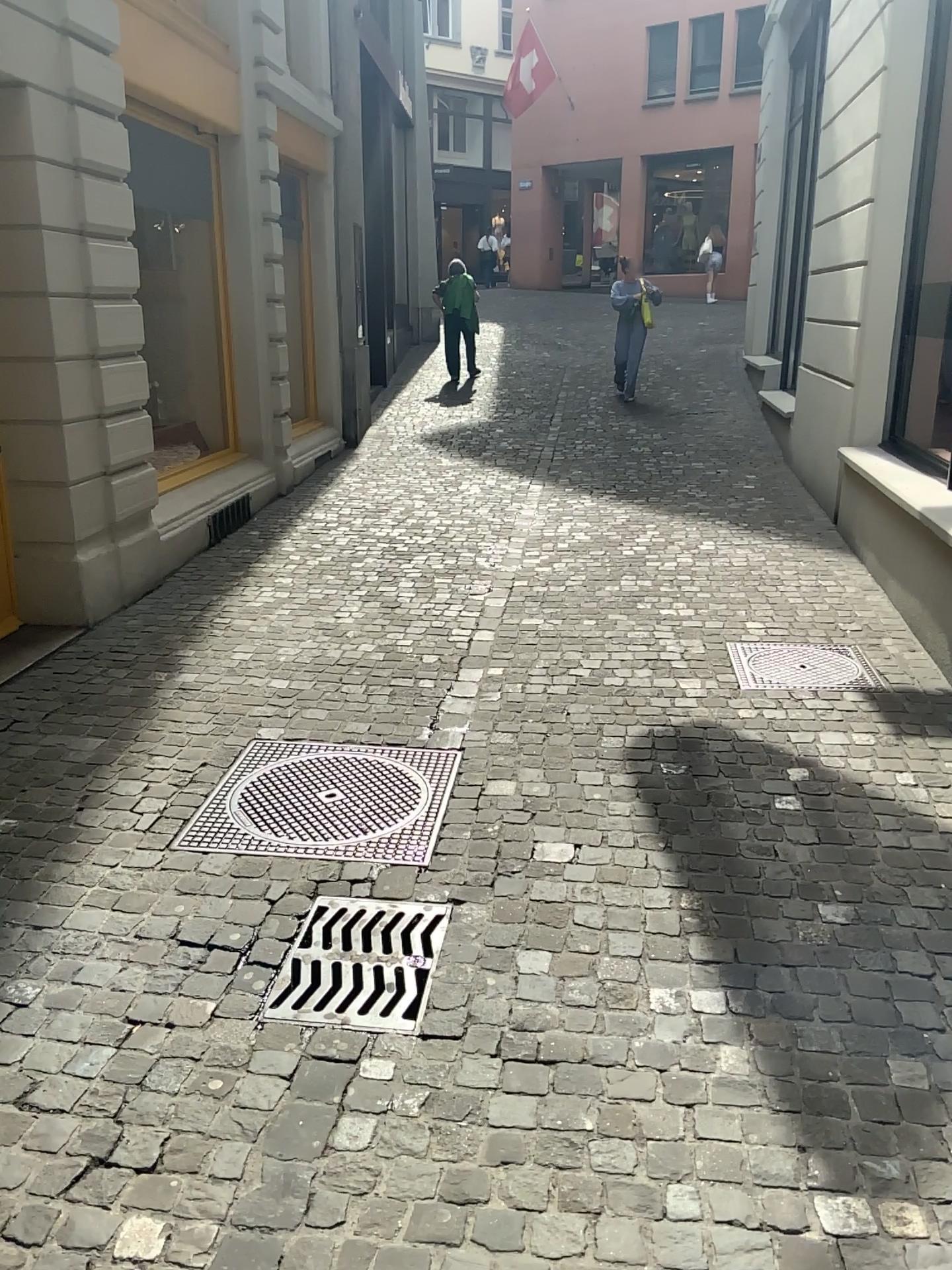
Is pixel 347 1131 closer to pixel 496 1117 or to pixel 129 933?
pixel 496 1117

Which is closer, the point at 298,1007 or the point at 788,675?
the point at 298,1007

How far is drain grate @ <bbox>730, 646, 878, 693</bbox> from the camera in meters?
4.4

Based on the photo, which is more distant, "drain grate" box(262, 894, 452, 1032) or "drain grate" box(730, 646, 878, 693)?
"drain grate" box(730, 646, 878, 693)

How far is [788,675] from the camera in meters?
4.4
